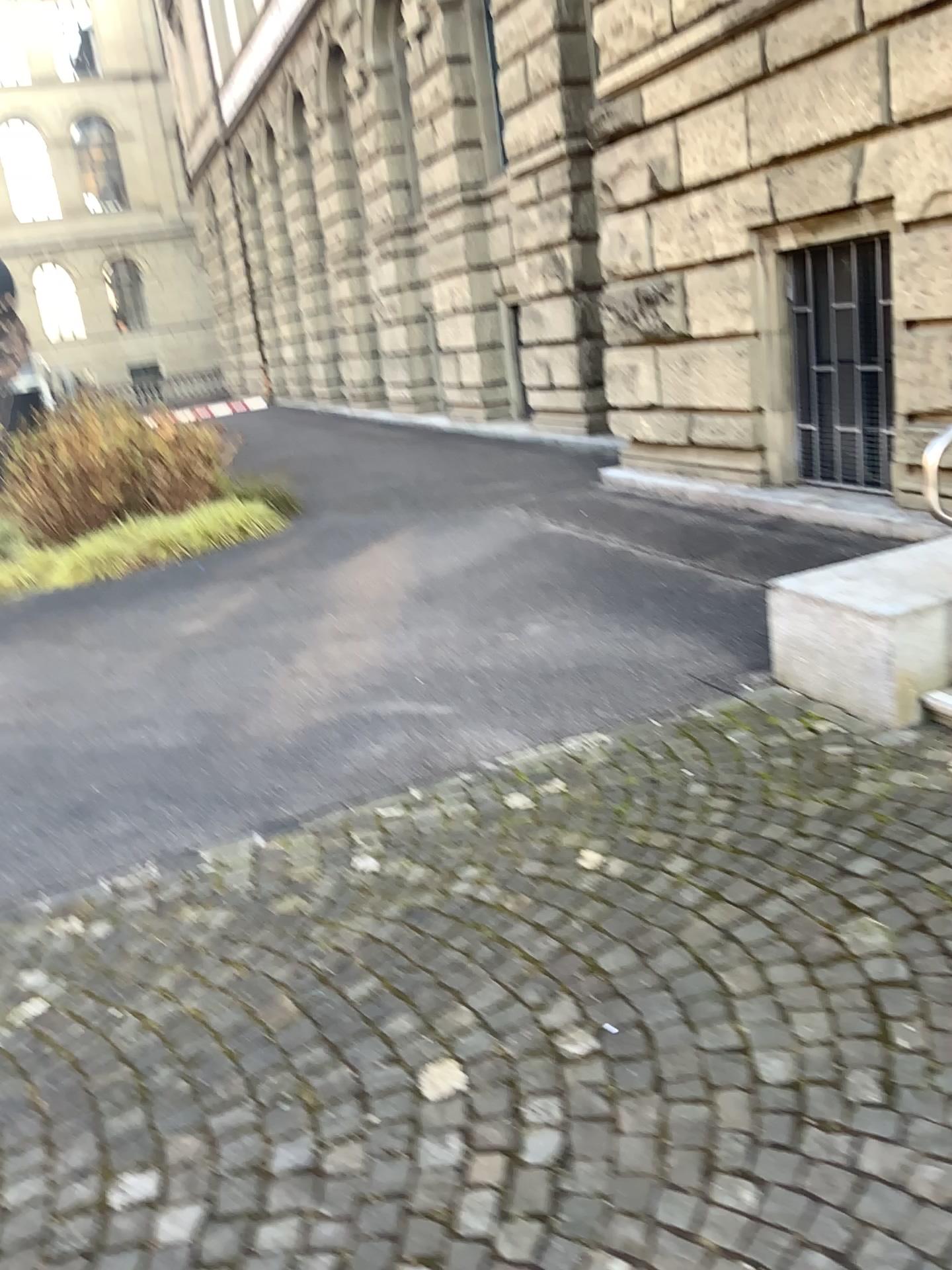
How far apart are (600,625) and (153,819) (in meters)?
2.20
